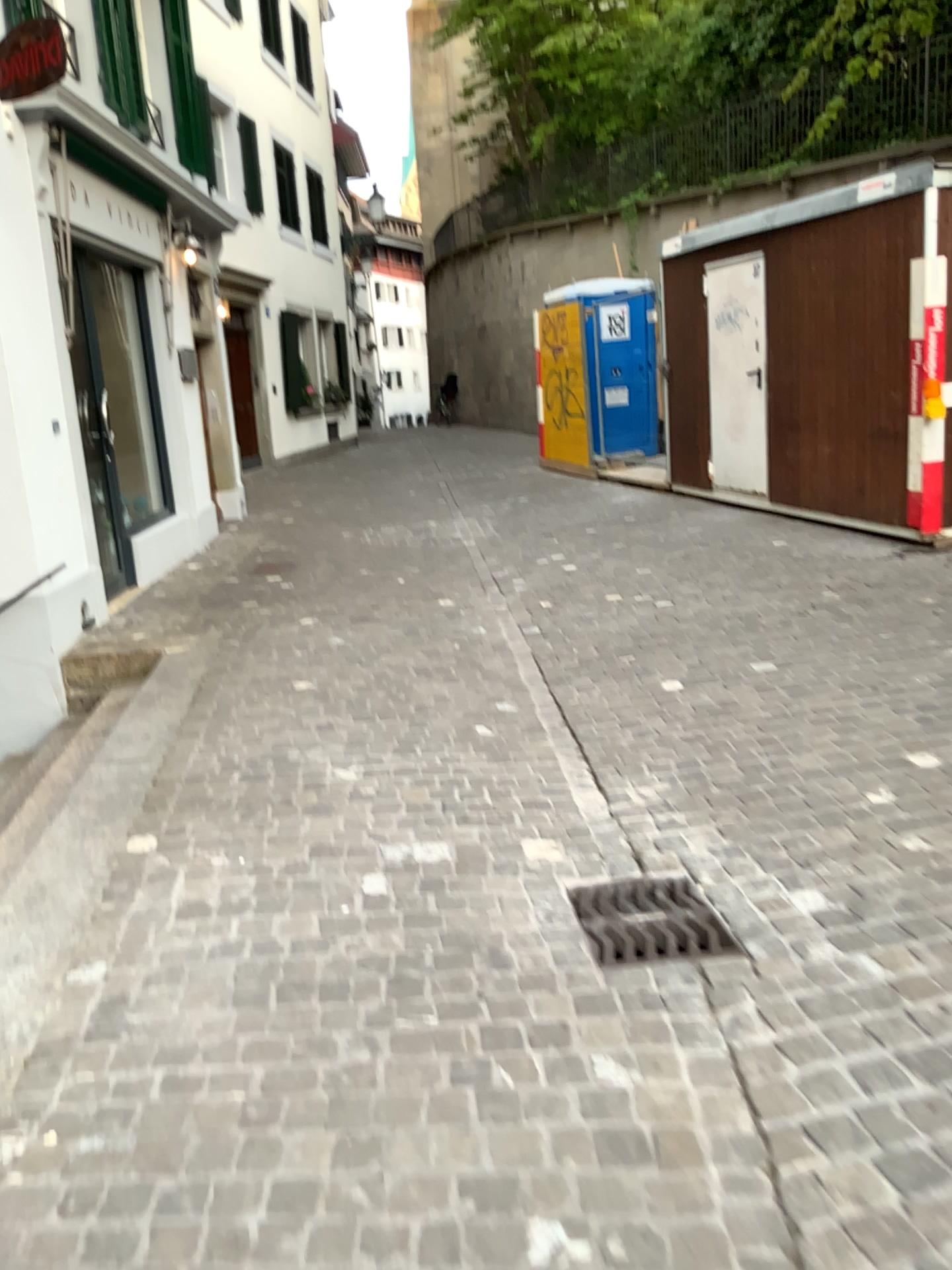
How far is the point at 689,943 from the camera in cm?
272

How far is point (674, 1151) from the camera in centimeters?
197cm

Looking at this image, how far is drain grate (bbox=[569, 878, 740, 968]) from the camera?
2.7m
